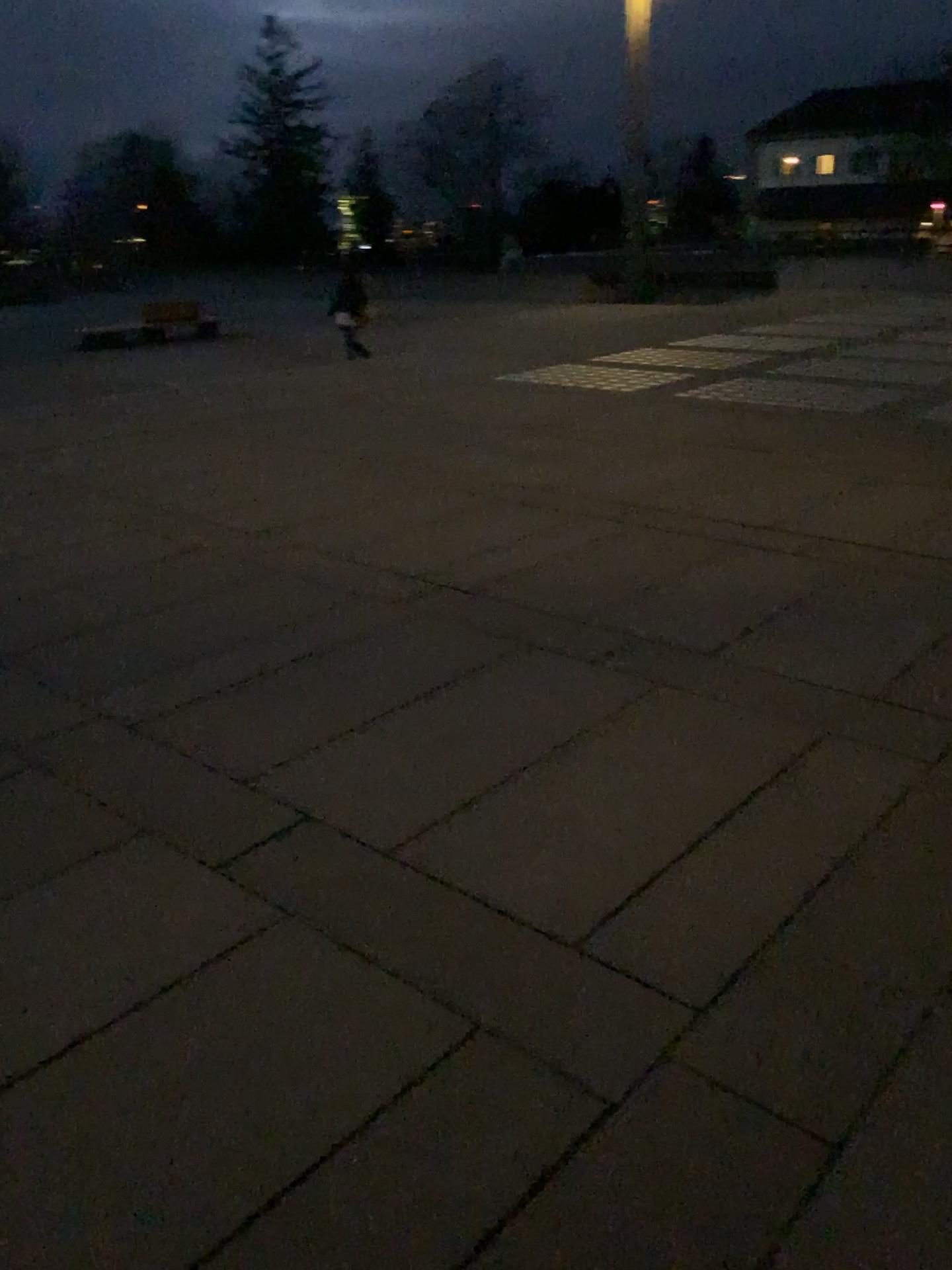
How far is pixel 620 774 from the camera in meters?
3.8
